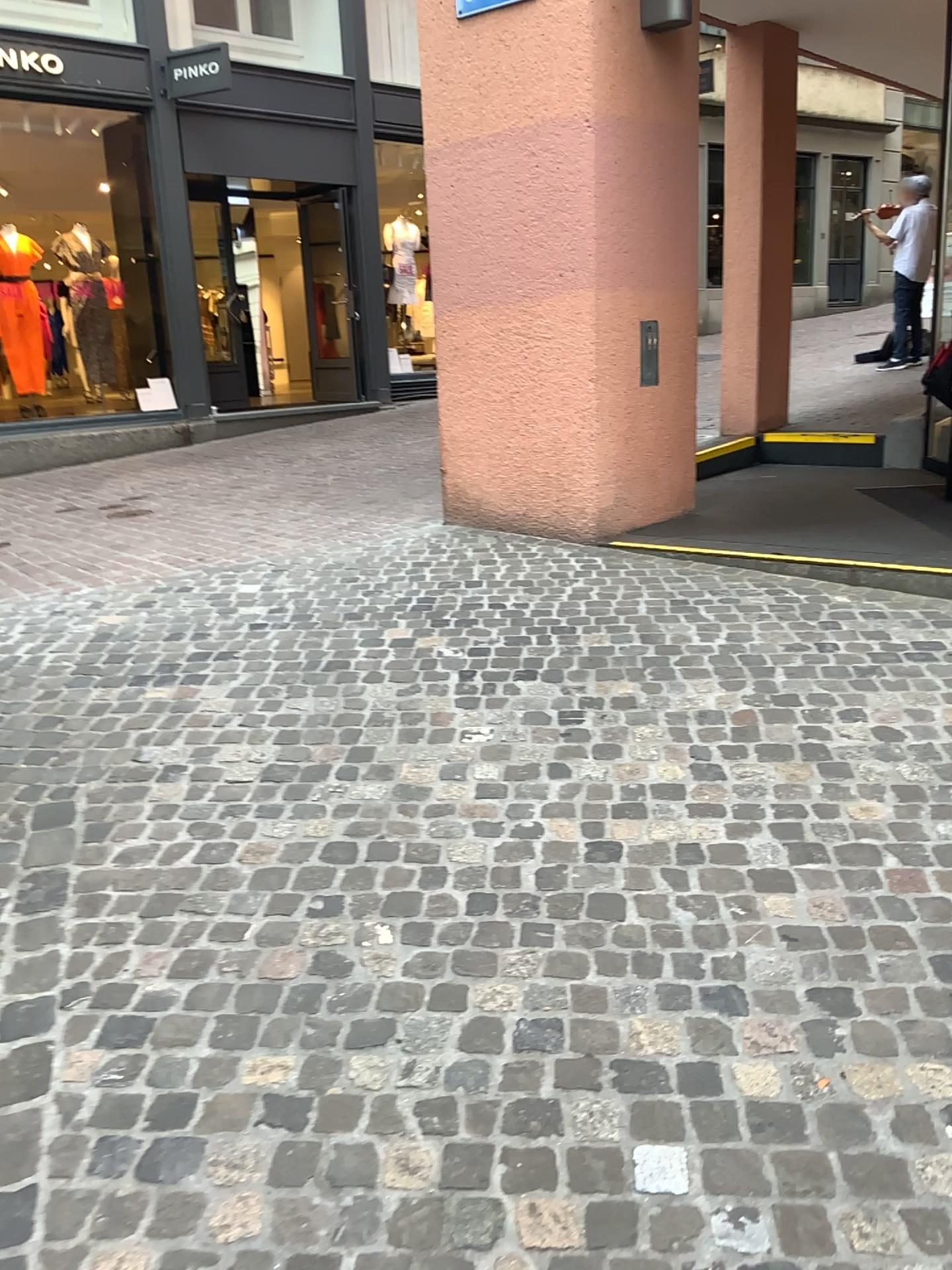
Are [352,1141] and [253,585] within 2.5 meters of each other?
no
